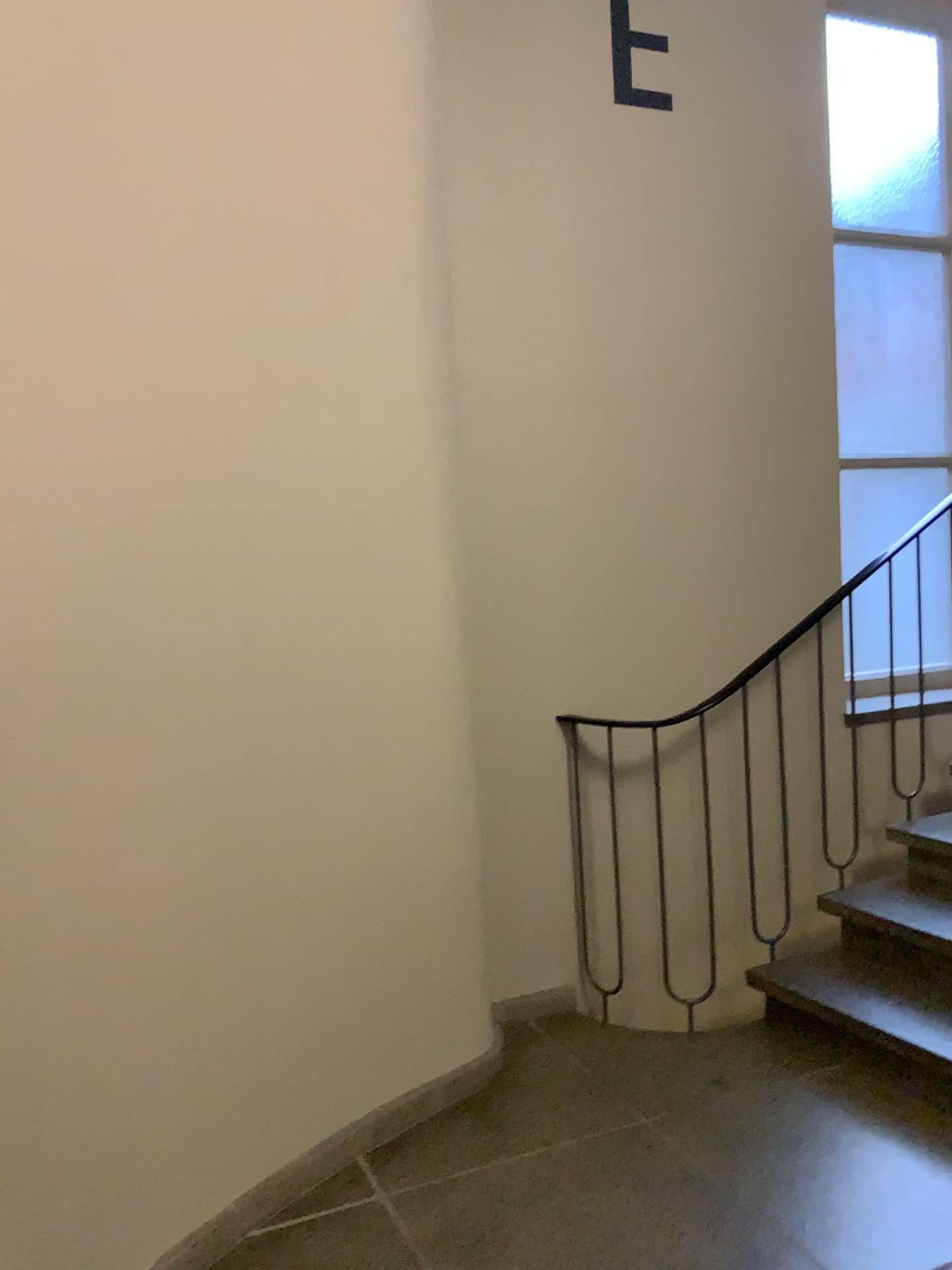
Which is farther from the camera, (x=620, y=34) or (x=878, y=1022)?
(x=620, y=34)

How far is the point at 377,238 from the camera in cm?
257

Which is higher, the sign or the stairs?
the sign

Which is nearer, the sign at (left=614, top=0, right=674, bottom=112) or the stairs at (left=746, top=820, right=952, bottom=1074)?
the stairs at (left=746, top=820, right=952, bottom=1074)

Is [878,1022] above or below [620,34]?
below
